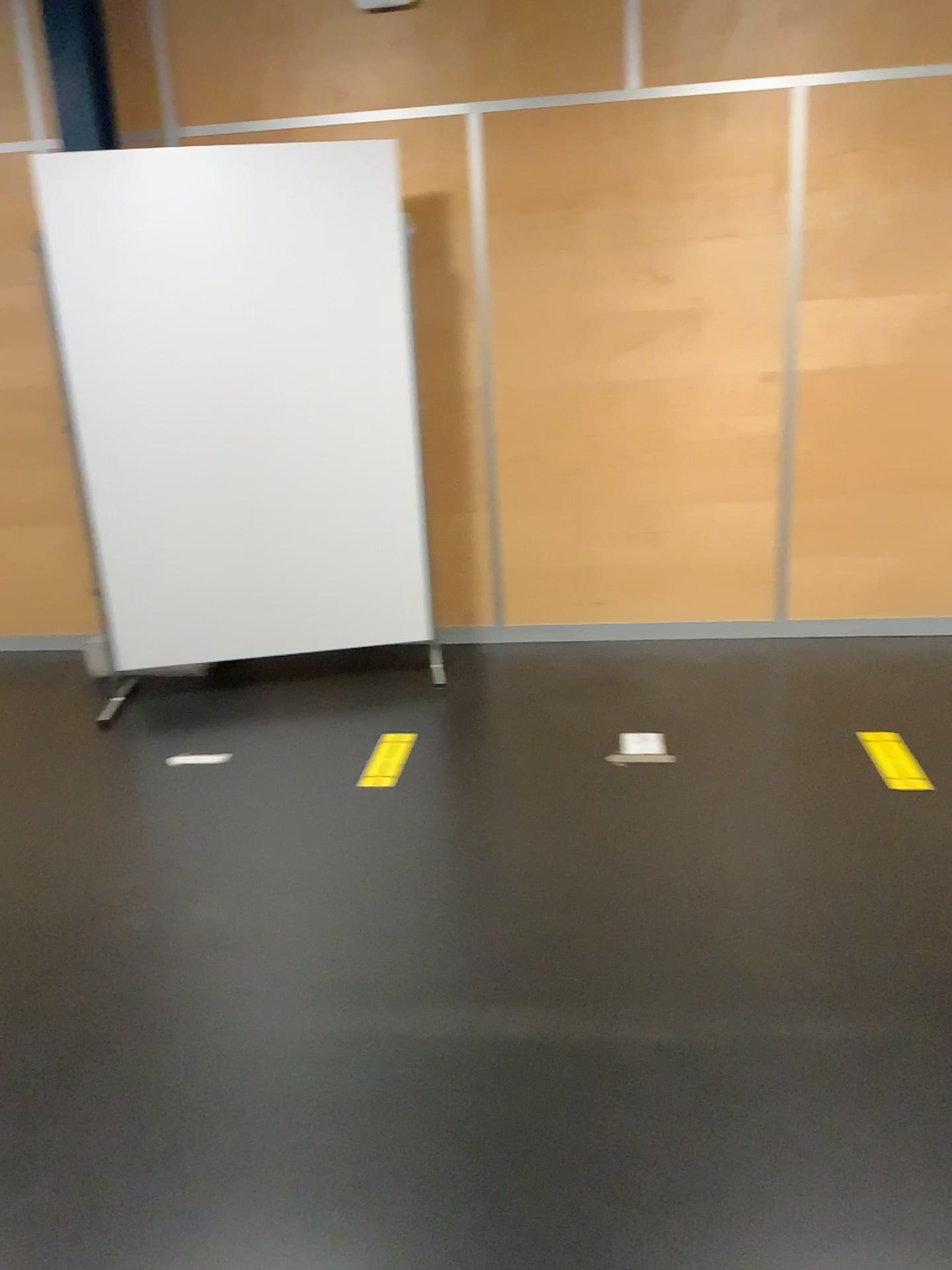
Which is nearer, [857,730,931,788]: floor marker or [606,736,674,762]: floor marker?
[857,730,931,788]: floor marker

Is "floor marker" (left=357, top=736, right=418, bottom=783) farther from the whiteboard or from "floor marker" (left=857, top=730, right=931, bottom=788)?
"floor marker" (left=857, top=730, right=931, bottom=788)

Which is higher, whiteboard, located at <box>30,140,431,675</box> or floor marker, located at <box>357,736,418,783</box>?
whiteboard, located at <box>30,140,431,675</box>

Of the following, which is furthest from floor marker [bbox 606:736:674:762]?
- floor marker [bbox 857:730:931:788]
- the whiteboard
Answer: the whiteboard

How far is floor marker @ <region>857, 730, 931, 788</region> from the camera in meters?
3.0

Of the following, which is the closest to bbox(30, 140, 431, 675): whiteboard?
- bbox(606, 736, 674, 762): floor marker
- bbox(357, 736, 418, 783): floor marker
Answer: bbox(357, 736, 418, 783): floor marker

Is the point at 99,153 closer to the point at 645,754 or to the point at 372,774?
the point at 372,774

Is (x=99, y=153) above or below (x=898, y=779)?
above

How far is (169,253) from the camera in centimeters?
359cm

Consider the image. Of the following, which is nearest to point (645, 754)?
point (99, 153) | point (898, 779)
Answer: point (898, 779)
